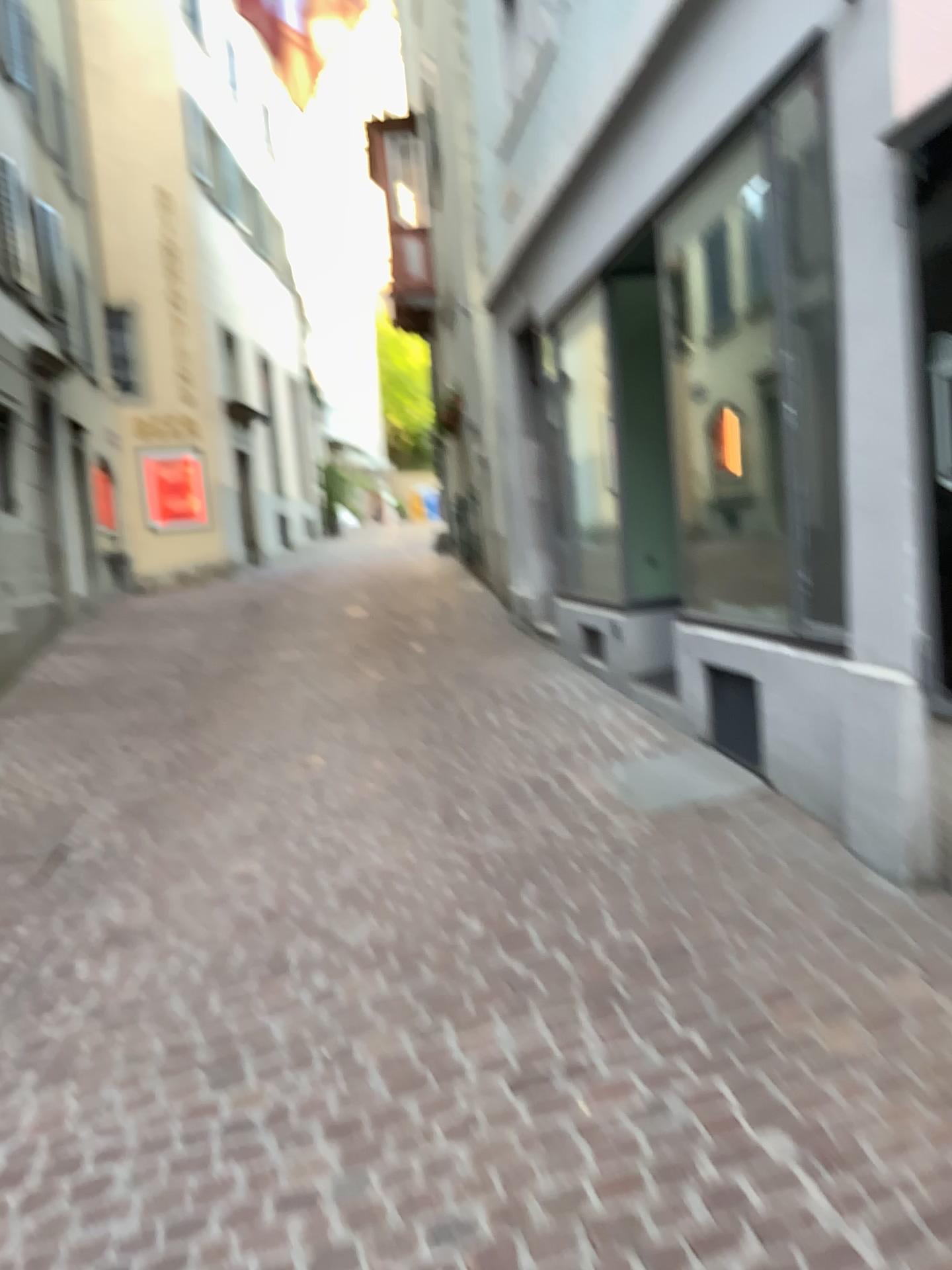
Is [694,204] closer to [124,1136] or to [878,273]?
[878,273]
